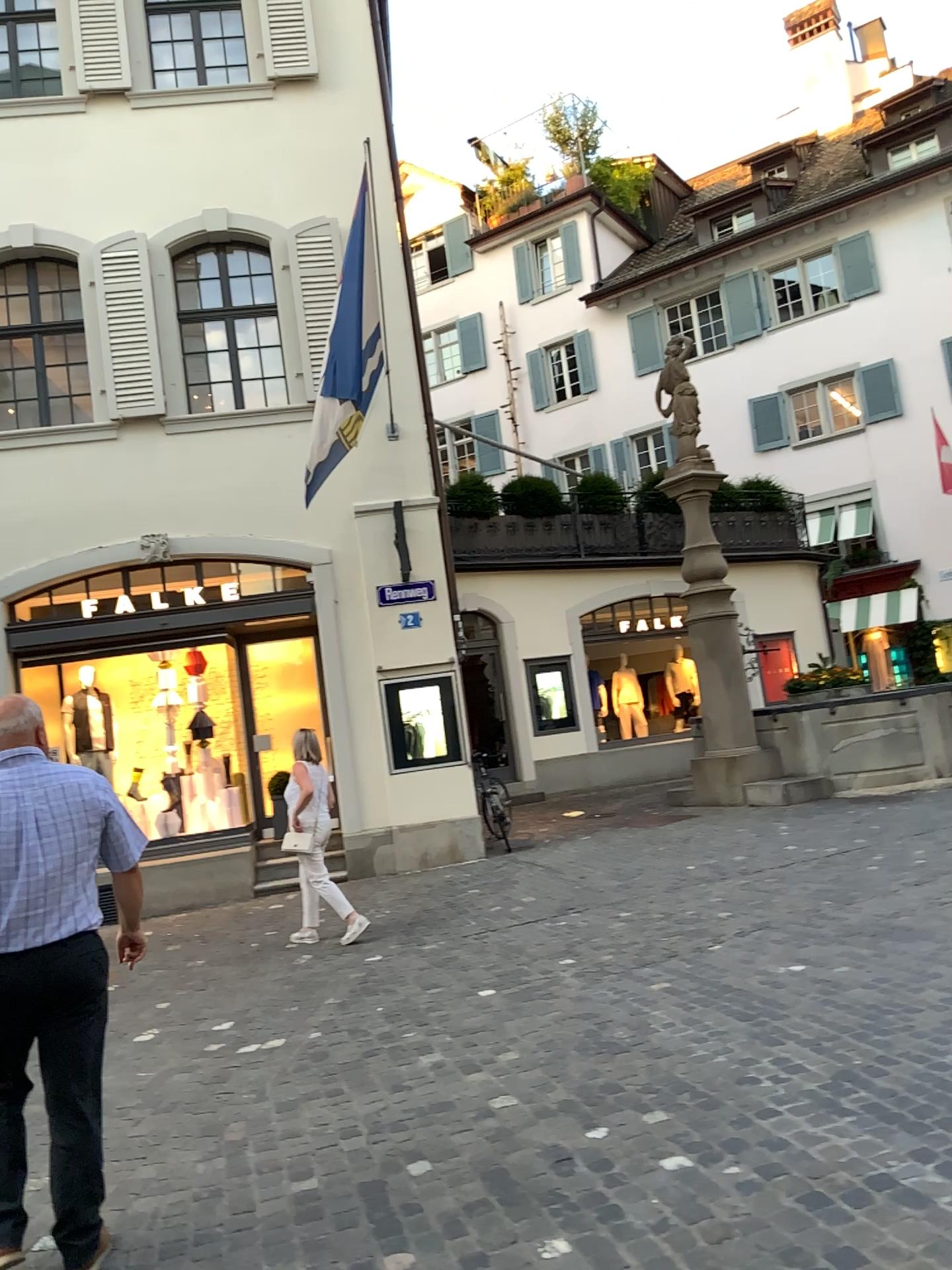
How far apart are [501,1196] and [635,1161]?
0.42m

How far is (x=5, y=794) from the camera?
3.0 meters

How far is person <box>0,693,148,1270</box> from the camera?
3.0m
